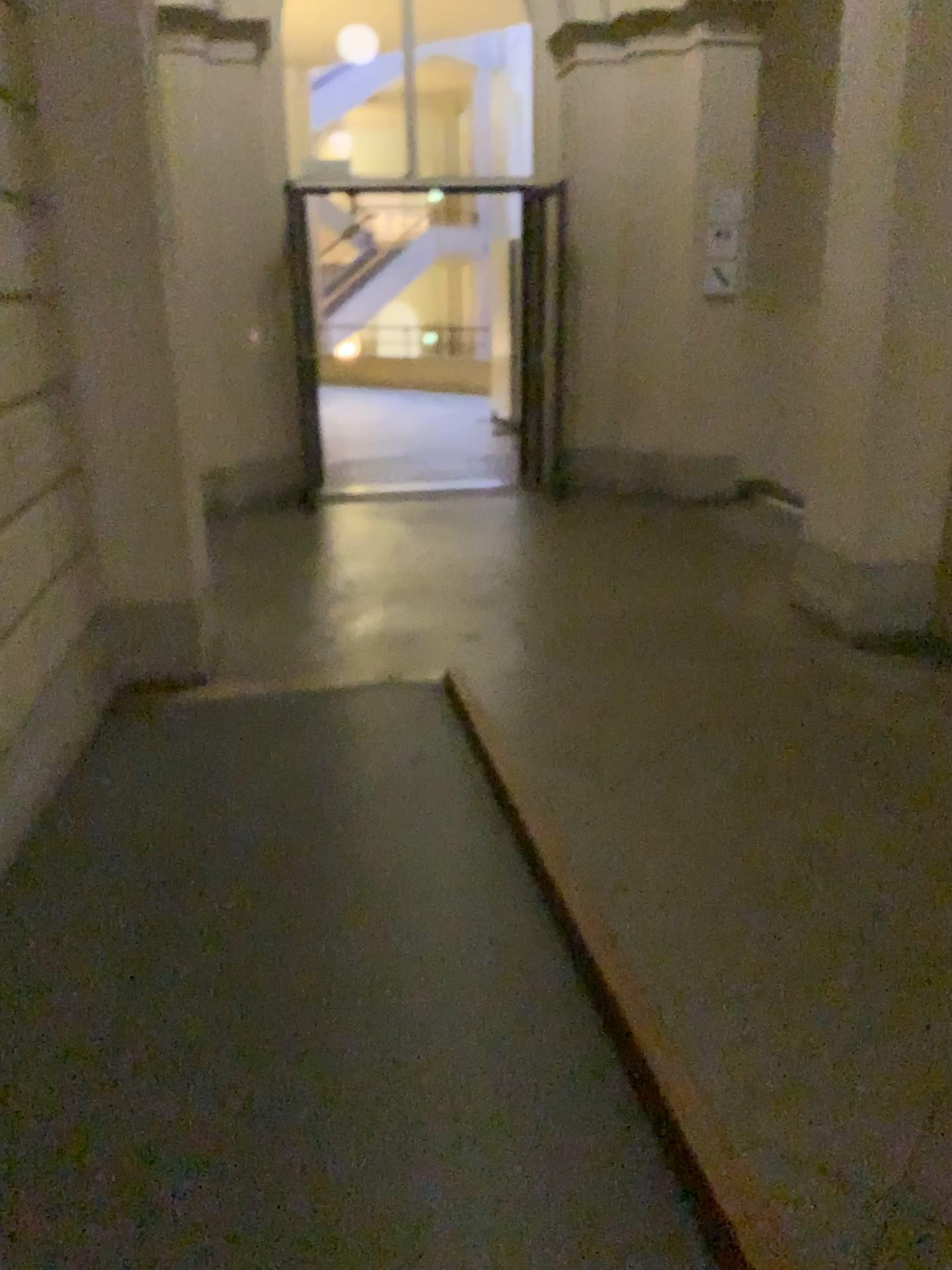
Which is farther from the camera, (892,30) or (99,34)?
(892,30)

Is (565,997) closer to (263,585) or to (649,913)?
(649,913)

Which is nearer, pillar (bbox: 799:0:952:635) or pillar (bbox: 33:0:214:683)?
pillar (bbox: 33:0:214:683)
